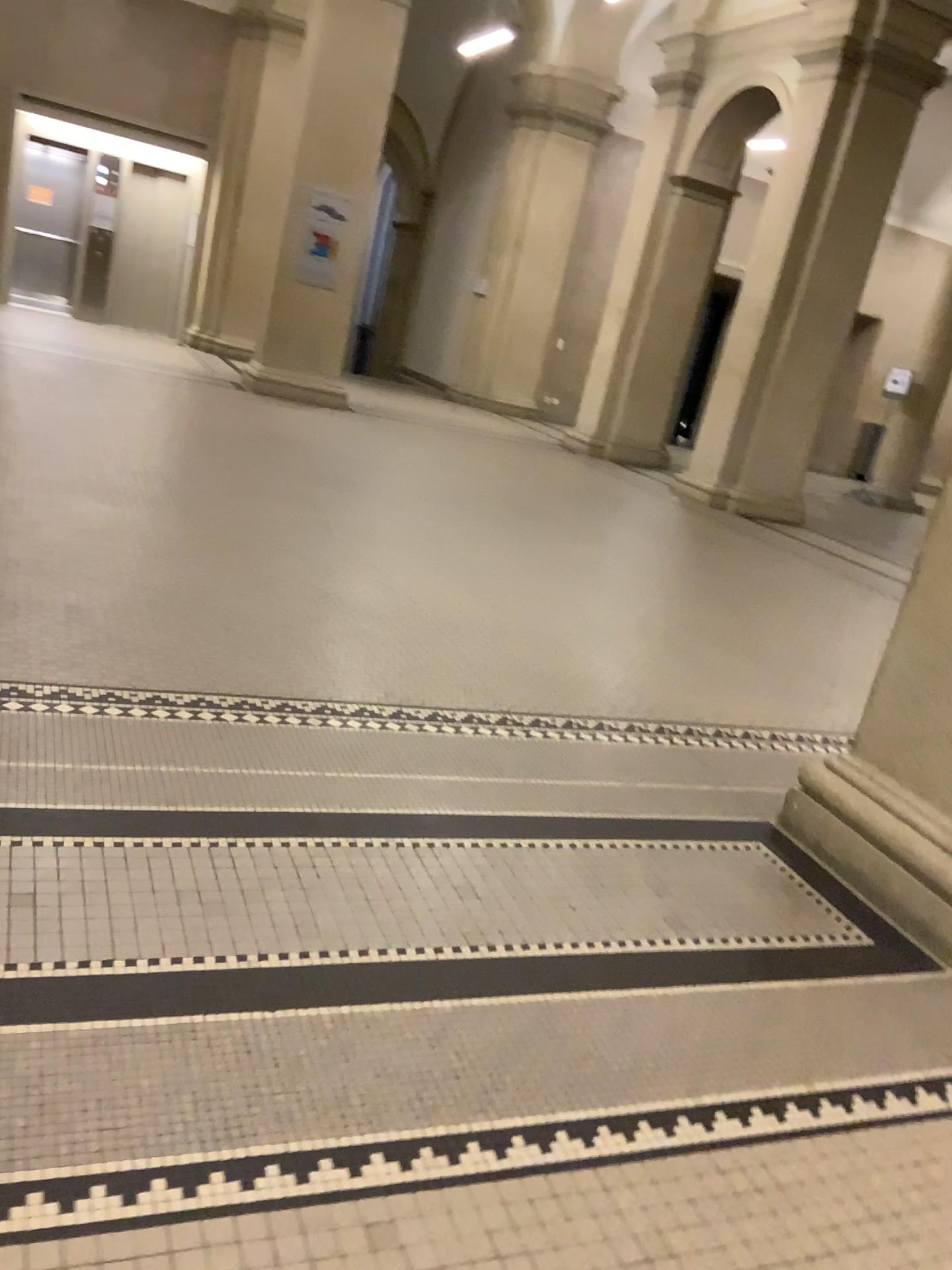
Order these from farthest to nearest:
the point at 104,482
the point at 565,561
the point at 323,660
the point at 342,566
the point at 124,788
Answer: the point at 565,561 → the point at 104,482 → the point at 342,566 → the point at 323,660 → the point at 124,788
